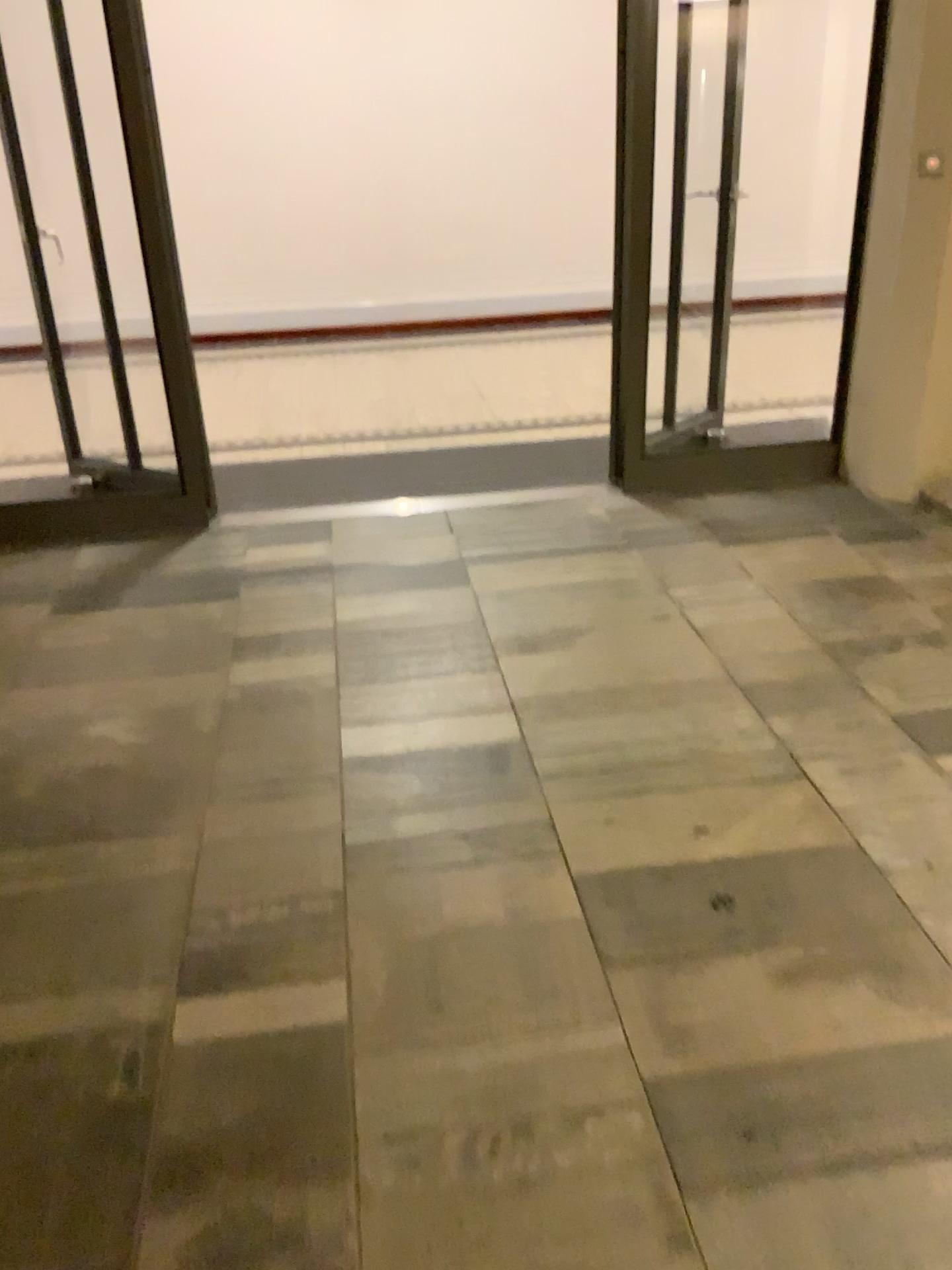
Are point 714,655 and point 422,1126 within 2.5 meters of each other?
yes
